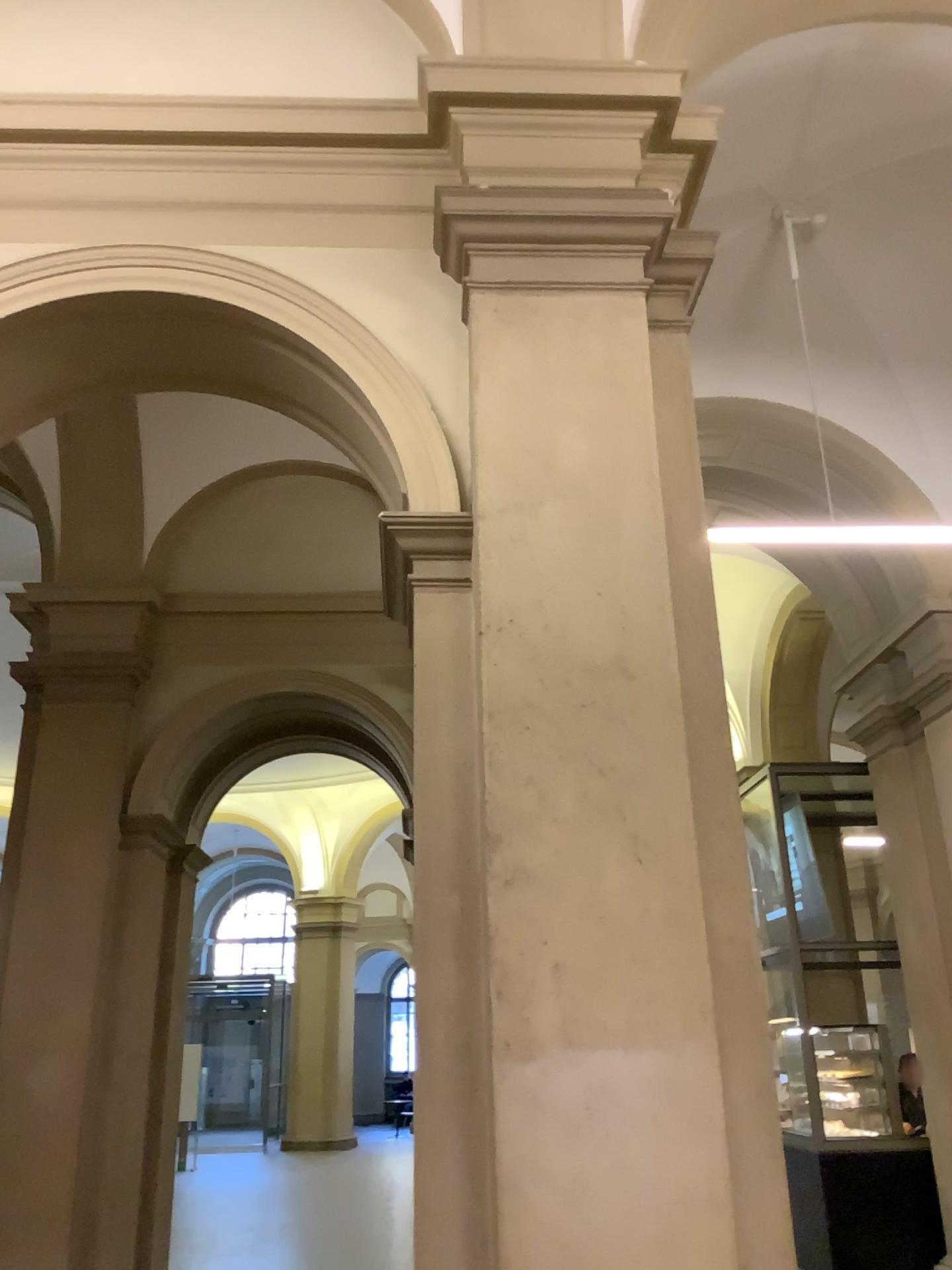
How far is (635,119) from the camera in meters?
3.5

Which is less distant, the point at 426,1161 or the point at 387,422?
the point at 426,1161

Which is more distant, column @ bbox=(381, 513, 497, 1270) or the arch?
the arch

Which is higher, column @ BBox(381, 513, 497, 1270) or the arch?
the arch

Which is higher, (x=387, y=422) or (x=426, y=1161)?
(x=387, y=422)

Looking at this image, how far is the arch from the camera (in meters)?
3.28

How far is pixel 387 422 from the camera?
3.28m
